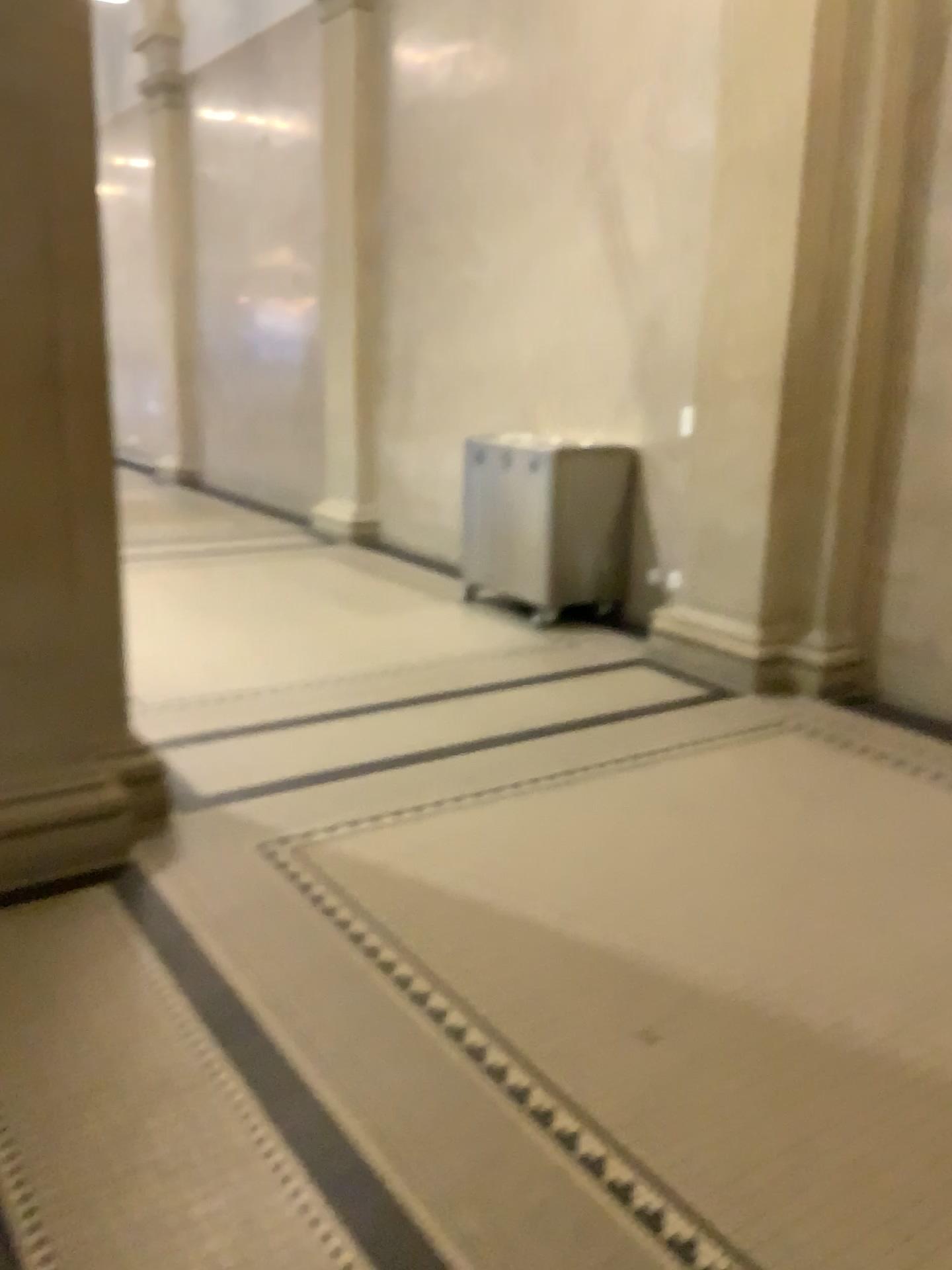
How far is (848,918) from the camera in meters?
2.9

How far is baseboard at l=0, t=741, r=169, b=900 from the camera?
3.0m

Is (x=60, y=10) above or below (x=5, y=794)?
above

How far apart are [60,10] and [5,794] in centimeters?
215cm

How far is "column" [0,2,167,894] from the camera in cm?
288

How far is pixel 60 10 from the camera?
2.88m
